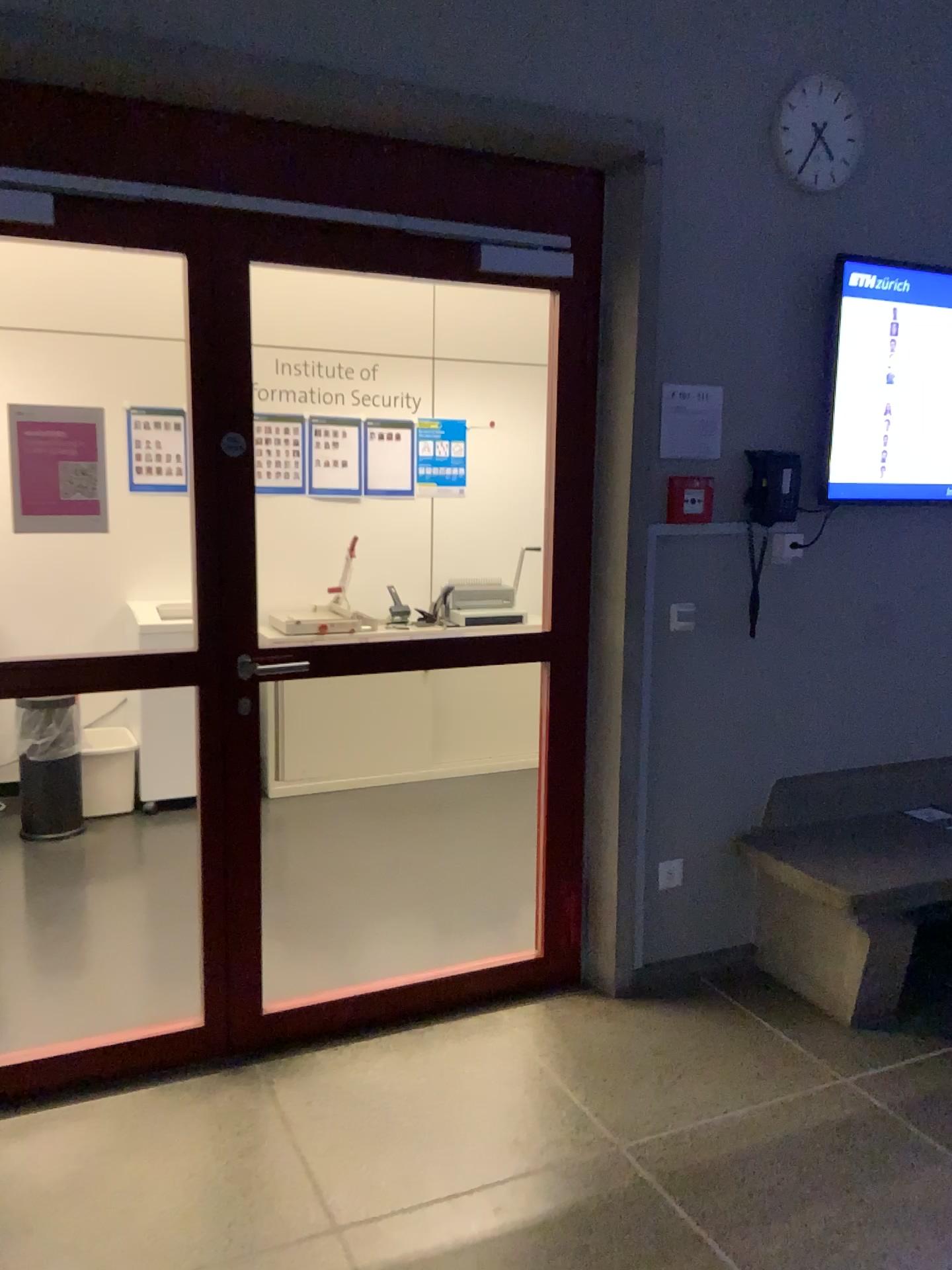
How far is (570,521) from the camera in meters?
3.0 m

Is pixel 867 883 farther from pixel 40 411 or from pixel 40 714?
pixel 40 714

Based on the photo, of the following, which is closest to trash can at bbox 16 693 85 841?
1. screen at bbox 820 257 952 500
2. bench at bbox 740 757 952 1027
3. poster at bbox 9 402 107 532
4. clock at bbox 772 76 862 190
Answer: poster at bbox 9 402 107 532

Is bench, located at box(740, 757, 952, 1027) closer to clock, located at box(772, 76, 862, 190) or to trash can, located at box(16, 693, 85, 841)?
clock, located at box(772, 76, 862, 190)

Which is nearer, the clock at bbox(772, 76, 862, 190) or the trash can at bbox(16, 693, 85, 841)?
the clock at bbox(772, 76, 862, 190)

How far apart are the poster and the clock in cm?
207

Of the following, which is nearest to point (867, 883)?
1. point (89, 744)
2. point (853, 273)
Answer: point (853, 273)

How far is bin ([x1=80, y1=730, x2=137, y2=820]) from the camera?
4.64m

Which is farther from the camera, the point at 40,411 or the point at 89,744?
the point at 89,744

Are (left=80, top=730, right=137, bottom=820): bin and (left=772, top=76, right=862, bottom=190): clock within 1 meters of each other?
no
